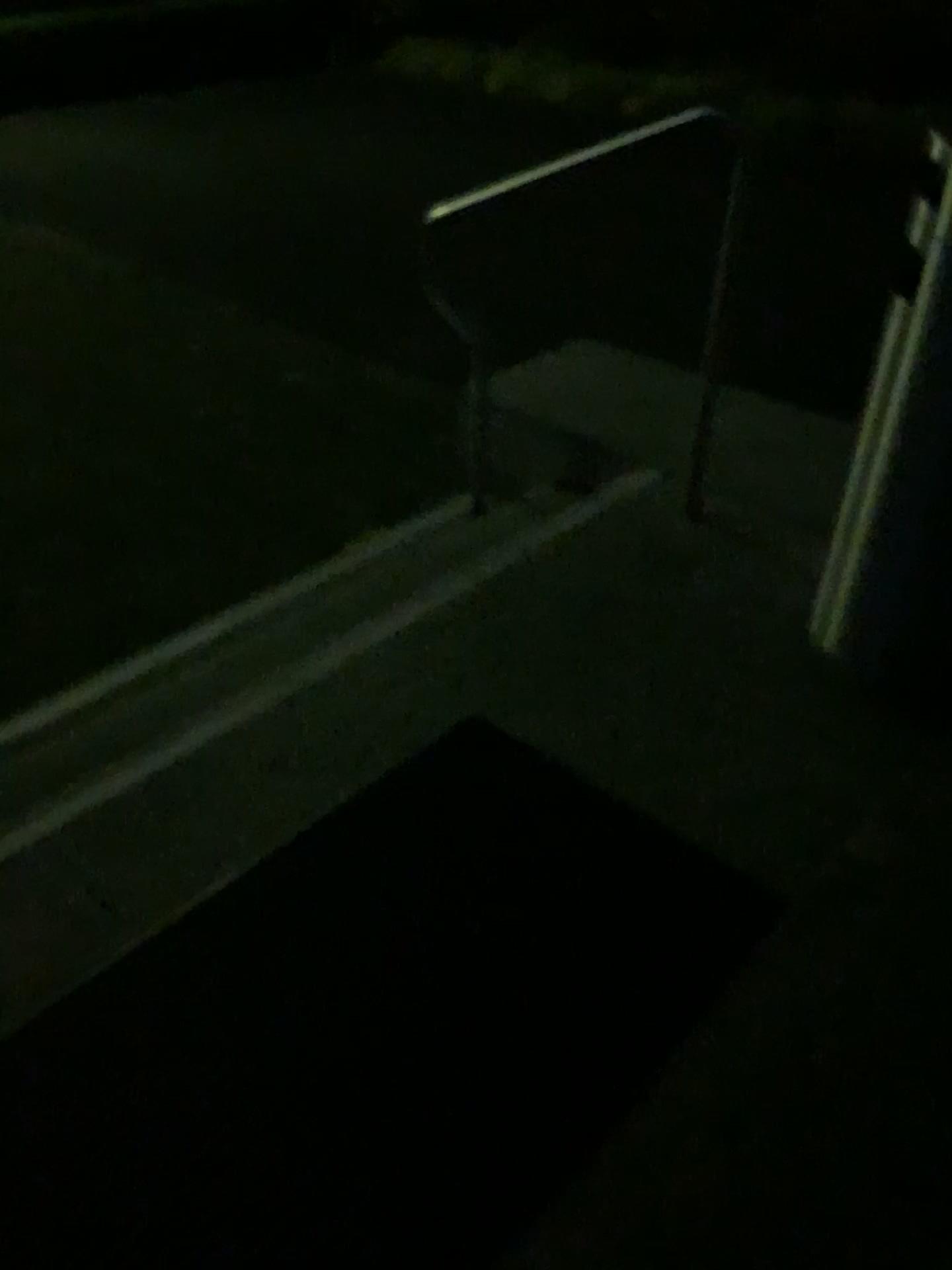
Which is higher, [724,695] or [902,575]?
[902,575]
